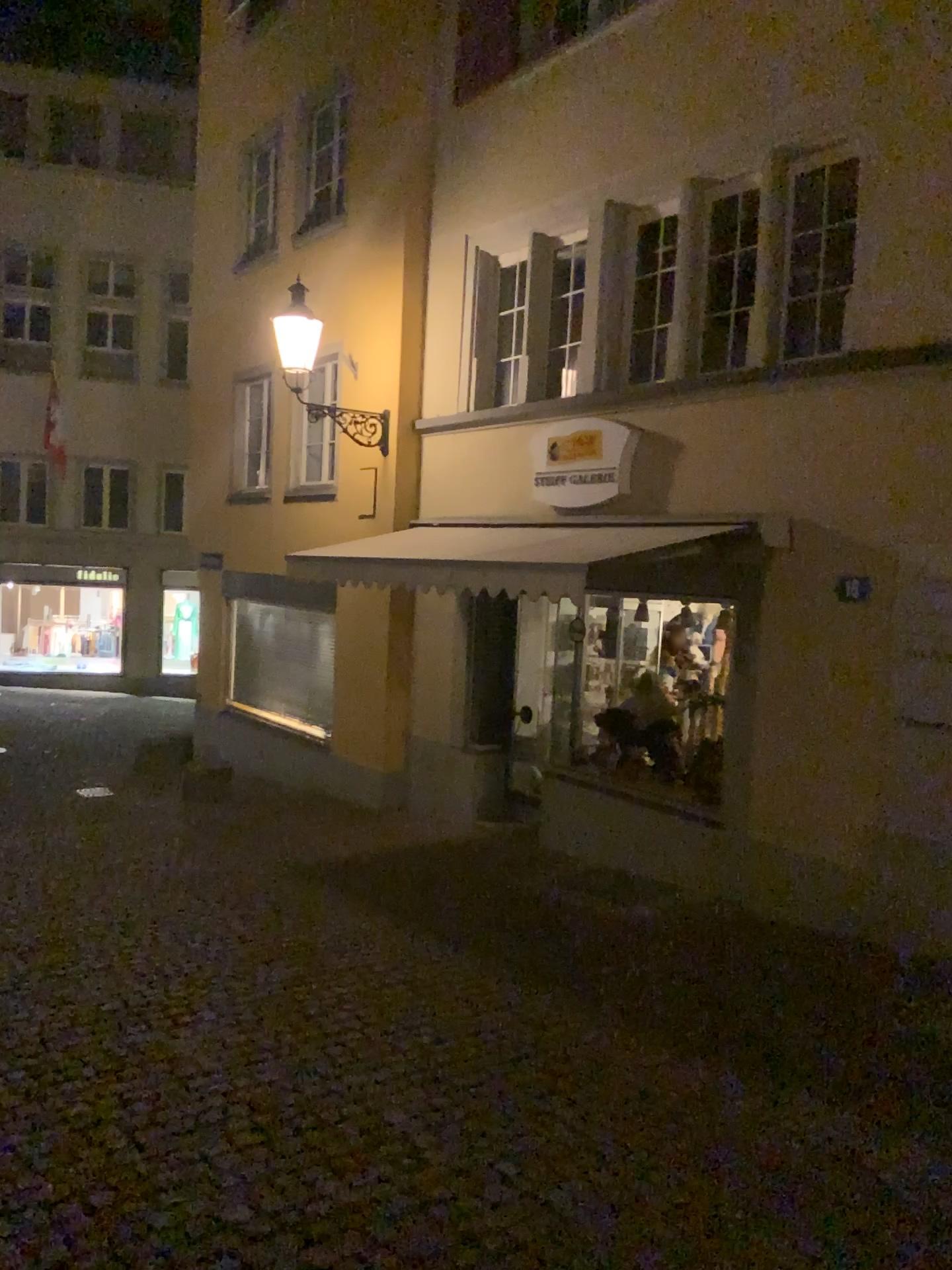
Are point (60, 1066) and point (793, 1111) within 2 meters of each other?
no
